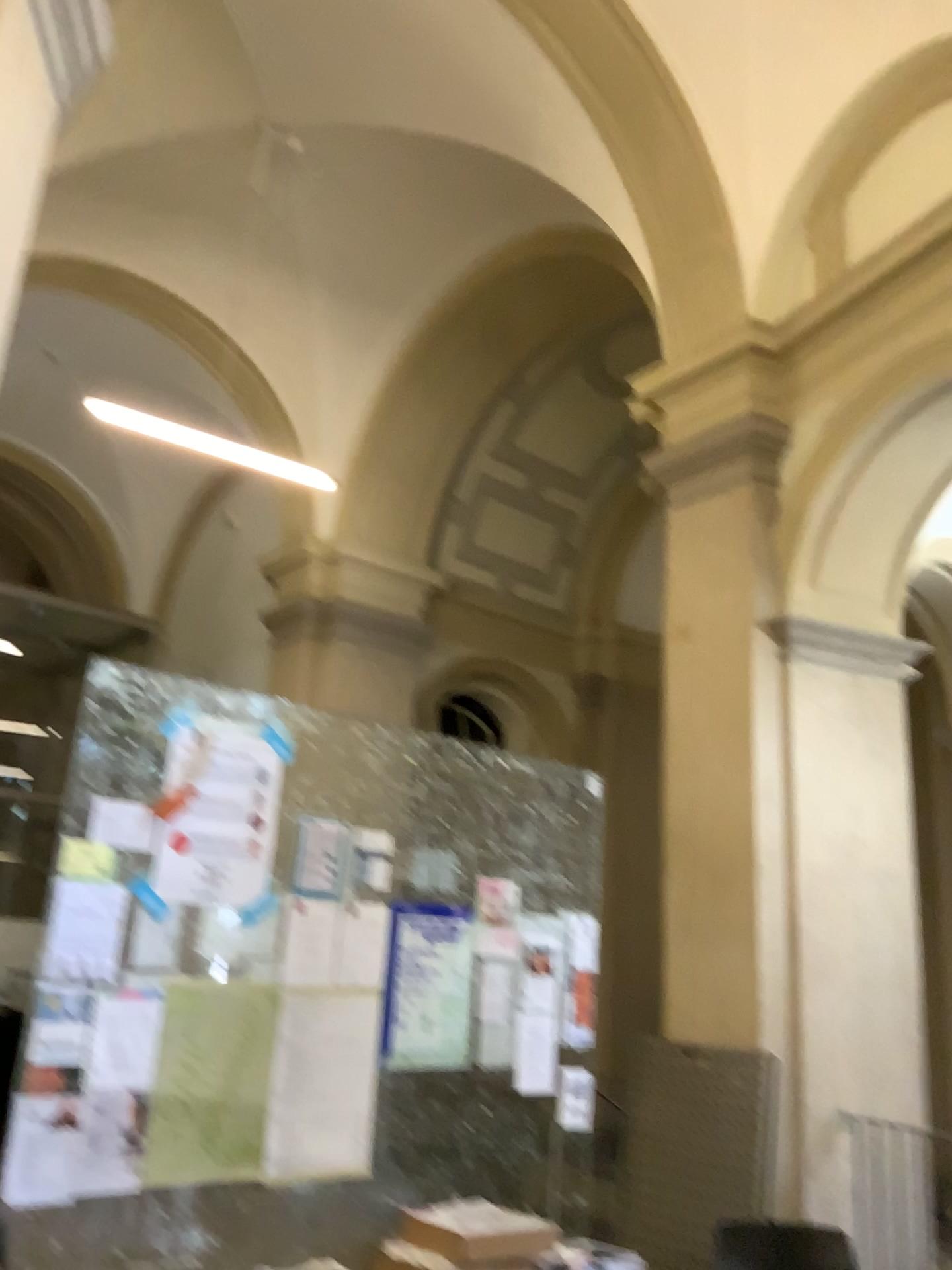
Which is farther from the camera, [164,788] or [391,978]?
[391,978]

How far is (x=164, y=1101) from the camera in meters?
3.4

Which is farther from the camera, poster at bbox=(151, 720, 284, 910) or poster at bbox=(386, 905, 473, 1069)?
poster at bbox=(386, 905, 473, 1069)

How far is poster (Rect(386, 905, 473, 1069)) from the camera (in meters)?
4.06

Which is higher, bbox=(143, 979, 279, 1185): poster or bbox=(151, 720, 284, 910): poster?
bbox=(151, 720, 284, 910): poster

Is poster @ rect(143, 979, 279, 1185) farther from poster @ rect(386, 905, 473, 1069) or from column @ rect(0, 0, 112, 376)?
column @ rect(0, 0, 112, 376)

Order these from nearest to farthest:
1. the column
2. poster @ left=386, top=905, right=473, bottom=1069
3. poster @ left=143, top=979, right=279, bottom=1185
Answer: the column, poster @ left=143, top=979, right=279, bottom=1185, poster @ left=386, top=905, right=473, bottom=1069

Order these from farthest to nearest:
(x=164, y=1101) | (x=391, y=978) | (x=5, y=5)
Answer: (x=391, y=978), (x=164, y=1101), (x=5, y=5)

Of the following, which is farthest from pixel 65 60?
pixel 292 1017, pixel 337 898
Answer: pixel 292 1017

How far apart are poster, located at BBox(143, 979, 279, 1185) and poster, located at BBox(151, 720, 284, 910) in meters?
0.3 m
